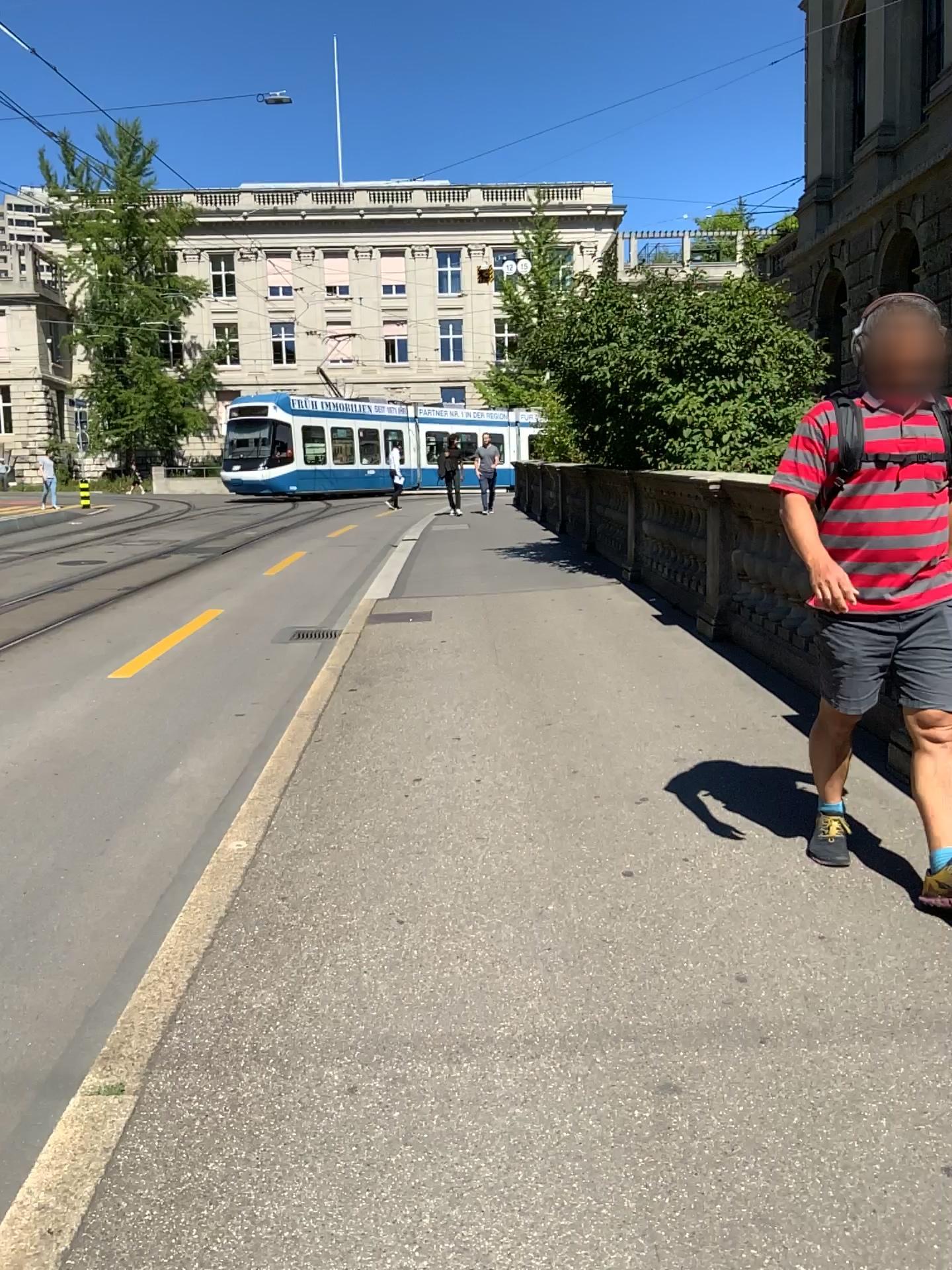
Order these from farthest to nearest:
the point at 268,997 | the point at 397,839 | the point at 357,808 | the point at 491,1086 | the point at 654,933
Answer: the point at 357,808
the point at 397,839
the point at 654,933
the point at 268,997
the point at 491,1086
